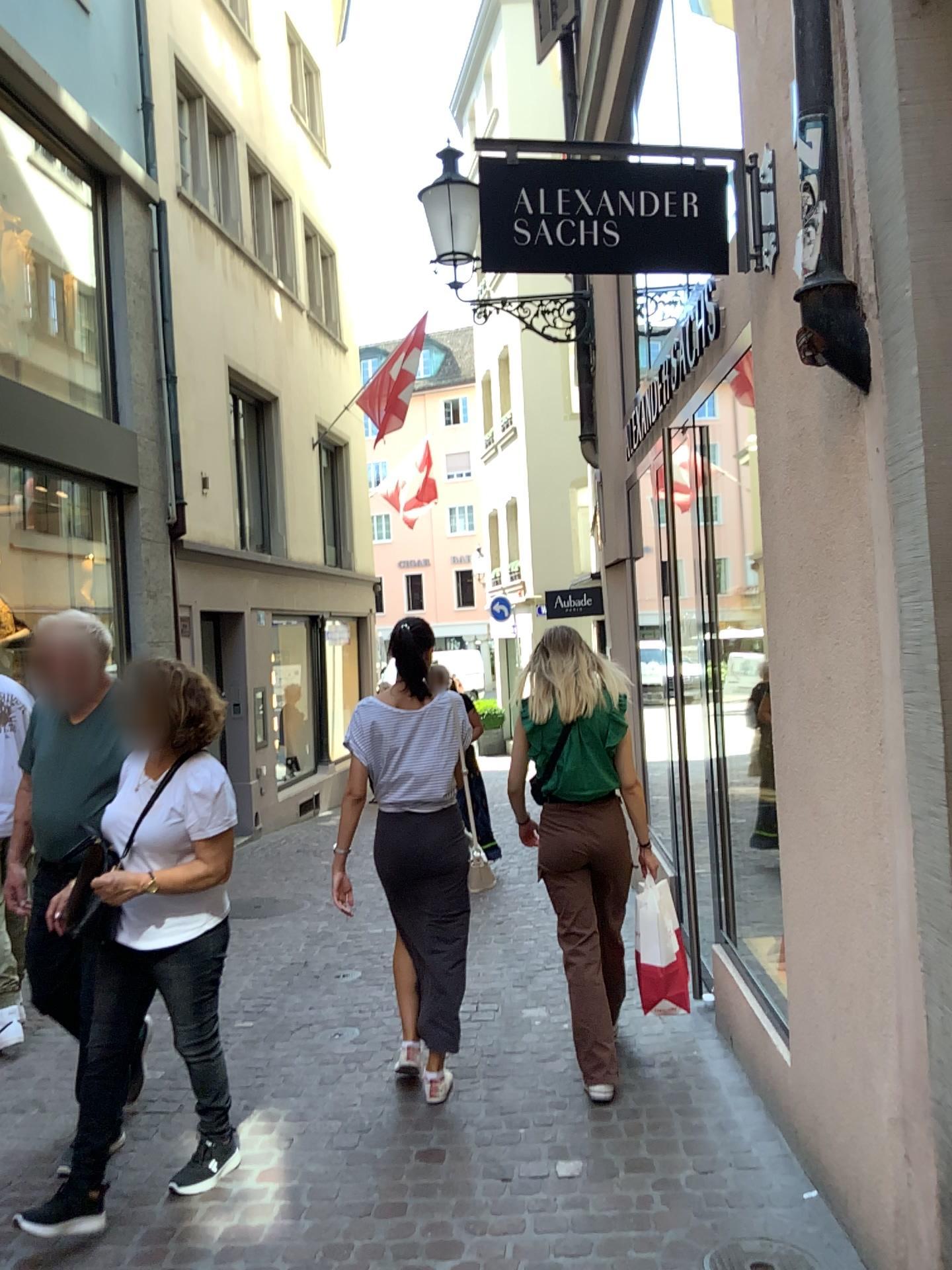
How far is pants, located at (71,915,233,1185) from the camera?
2.9 meters

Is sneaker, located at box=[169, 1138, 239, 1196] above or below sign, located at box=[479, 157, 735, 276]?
below

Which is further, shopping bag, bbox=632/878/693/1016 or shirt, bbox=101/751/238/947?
shopping bag, bbox=632/878/693/1016

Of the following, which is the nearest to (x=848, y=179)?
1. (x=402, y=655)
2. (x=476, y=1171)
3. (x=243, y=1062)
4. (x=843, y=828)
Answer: (x=843, y=828)

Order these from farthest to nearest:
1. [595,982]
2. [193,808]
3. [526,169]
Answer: [595,982]
[193,808]
[526,169]

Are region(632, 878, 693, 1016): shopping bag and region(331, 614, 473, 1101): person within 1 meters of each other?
yes

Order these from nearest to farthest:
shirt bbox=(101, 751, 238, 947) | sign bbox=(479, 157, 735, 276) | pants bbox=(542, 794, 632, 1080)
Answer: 1. sign bbox=(479, 157, 735, 276)
2. shirt bbox=(101, 751, 238, 947)
3. pants bbox=(542, 794, 632, 1080)

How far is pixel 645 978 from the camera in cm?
372

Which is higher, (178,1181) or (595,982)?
(595,982)

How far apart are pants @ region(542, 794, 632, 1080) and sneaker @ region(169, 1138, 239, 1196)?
1.2m
